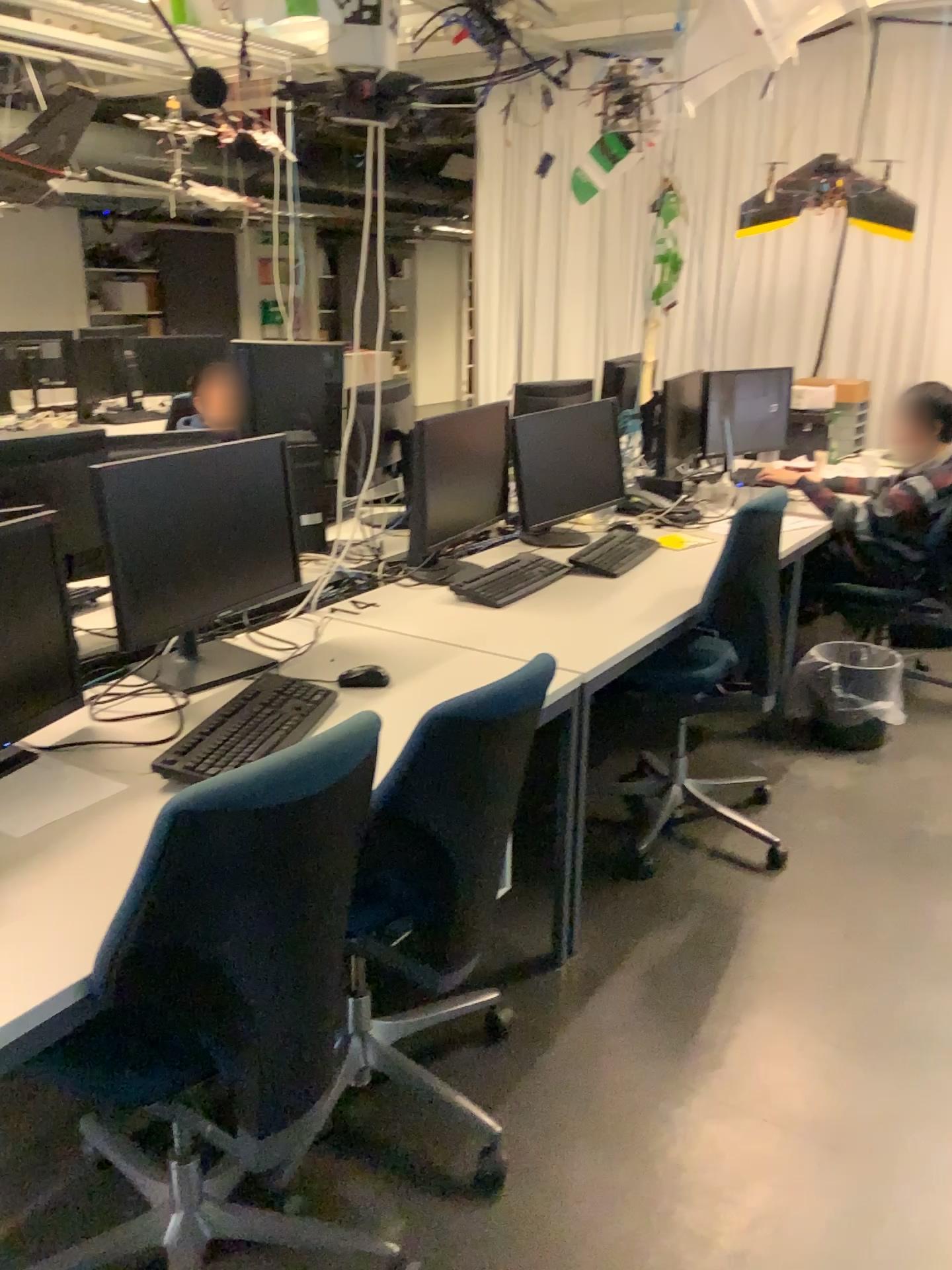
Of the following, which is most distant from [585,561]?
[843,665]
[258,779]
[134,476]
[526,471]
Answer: [258,779]

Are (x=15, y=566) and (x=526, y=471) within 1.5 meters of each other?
no

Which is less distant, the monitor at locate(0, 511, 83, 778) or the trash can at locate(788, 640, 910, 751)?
the monitor at locate(0, 511, 83, 778)

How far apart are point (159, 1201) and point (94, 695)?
0.9 meters

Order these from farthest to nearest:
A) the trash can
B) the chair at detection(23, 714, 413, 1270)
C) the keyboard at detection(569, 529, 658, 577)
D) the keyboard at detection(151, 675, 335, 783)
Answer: the trash can, the keyboard at detection(569, 529, 658, 577), the keyboard at detection(151, 675, 335, 783), the chair at detection(23, 714, 413, 1270)

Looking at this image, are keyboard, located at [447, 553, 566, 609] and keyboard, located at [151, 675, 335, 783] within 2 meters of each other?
yes

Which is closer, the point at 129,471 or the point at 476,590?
the point at 129,471

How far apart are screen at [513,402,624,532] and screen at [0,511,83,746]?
1.74m

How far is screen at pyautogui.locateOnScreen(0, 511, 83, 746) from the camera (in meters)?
1.83

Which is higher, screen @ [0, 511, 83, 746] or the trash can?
screen @ [0, 511, 83, 746]
